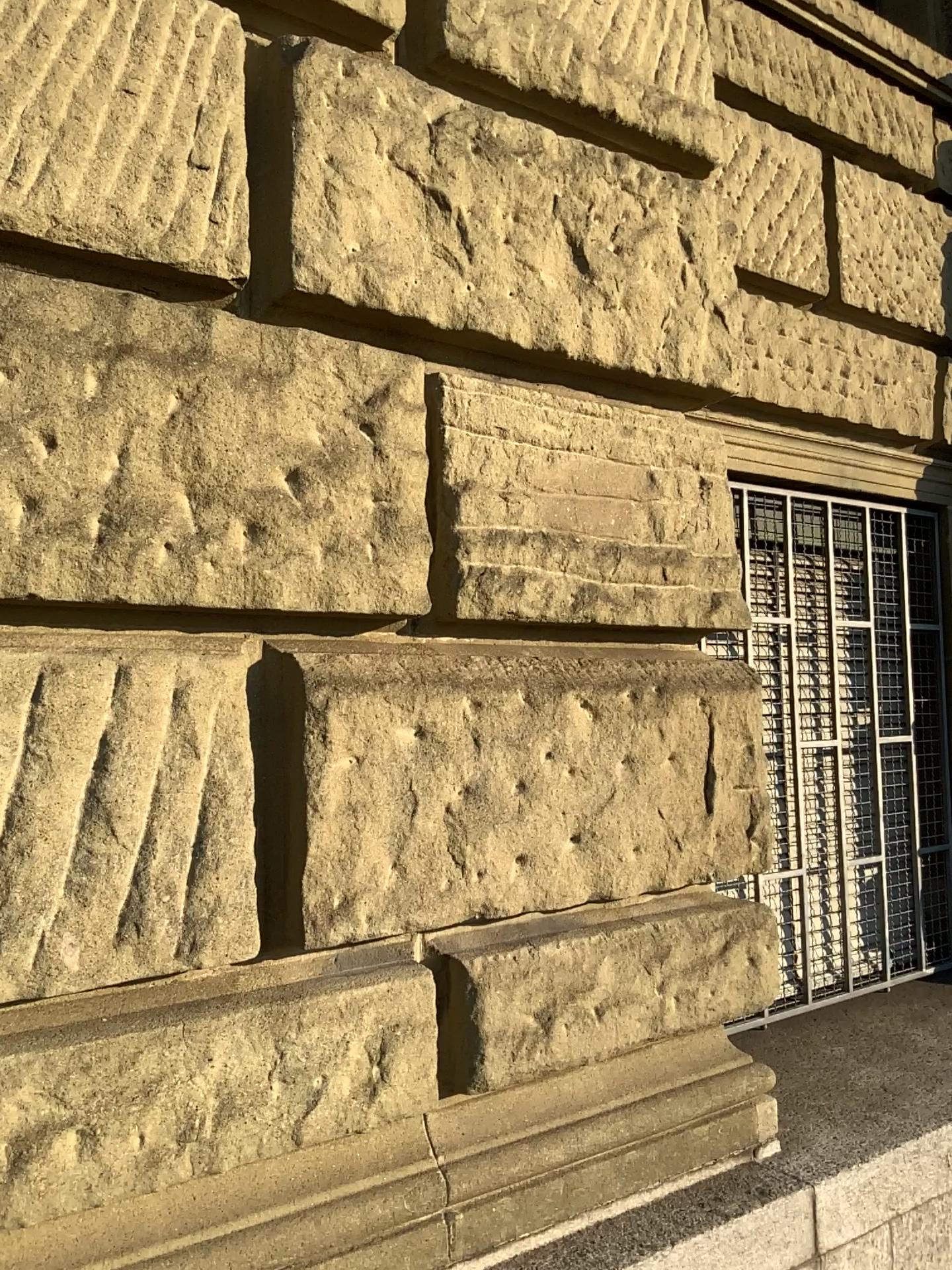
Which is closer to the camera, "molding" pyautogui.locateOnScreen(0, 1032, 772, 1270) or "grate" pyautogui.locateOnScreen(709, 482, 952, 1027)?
"molding" pyautogui.locateOnScreen(0, 1032, 772, 1270)

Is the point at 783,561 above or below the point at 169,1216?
above

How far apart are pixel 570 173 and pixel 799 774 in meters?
2.0

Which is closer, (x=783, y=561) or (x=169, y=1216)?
(x=169, y=1216)
